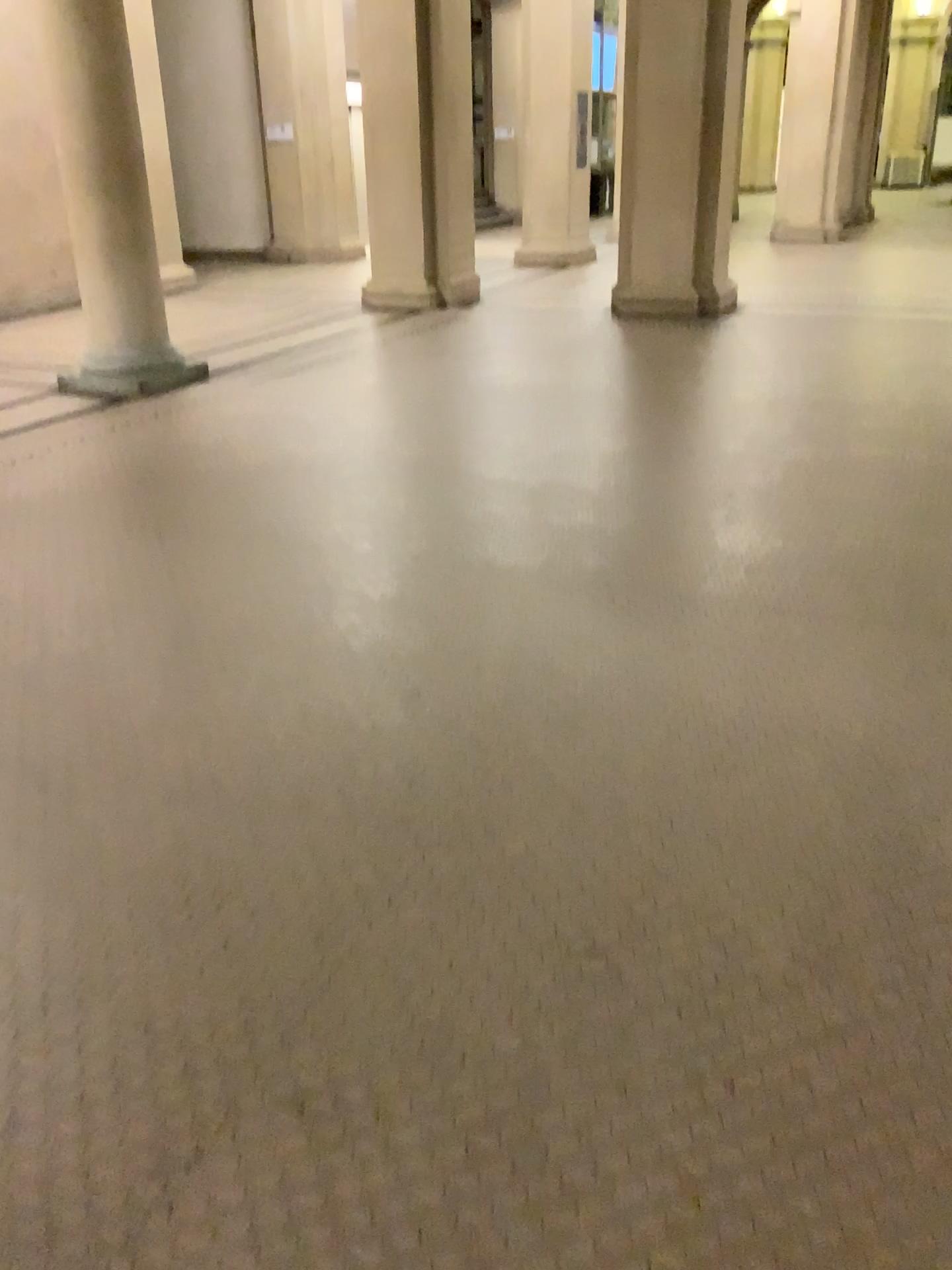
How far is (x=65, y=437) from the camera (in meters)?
6.05
